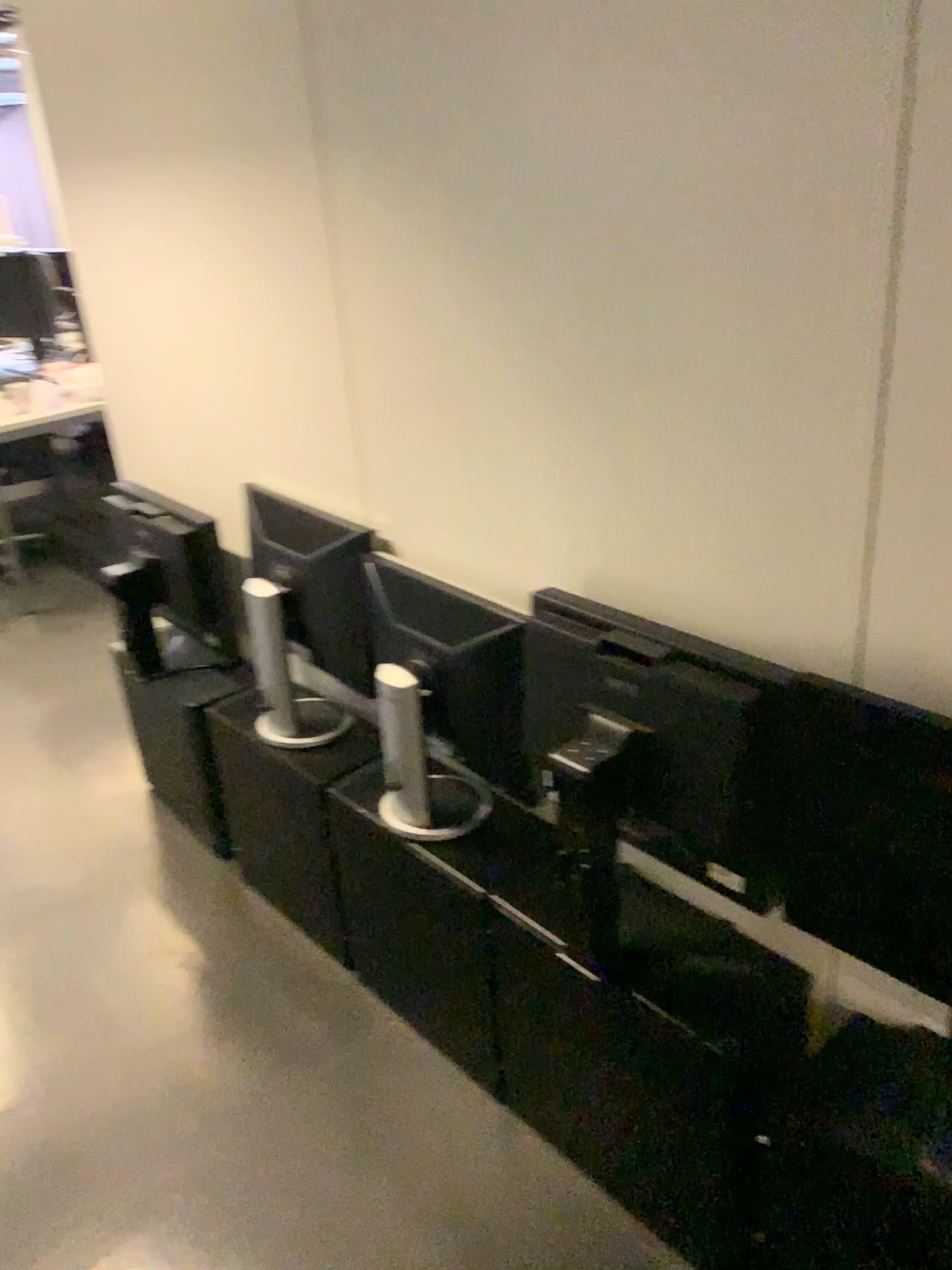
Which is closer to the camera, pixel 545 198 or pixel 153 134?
pixel 545 198

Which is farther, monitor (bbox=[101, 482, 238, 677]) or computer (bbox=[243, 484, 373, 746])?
monitor (bbox=[101, 482, 238, 677])

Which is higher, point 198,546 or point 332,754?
point 198,546

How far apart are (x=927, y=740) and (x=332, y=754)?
1.2m

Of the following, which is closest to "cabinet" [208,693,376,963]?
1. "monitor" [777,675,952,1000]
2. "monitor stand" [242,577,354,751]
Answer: "monitor stand" [242,577,354,751]

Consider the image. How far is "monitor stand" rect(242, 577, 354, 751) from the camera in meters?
2.1 m

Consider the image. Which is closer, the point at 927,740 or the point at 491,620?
the point at 927,740

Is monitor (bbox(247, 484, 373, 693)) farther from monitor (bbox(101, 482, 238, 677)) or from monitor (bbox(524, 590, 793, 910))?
monitor (bbox(524, 590, 793, 910))

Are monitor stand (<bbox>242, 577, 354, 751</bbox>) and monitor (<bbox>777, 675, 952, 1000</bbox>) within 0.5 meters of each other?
no

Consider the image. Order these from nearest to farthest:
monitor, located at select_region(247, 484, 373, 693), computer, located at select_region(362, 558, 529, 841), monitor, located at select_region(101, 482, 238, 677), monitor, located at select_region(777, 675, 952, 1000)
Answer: monitor, located at select_region(777, 675, 952, 1000) < computer, located at select_region(362, 558, 529, 841) < monitor, located at select_region(247, 484, 373, 693) < monitor, located at select_region(101, 482, 238, 677)
